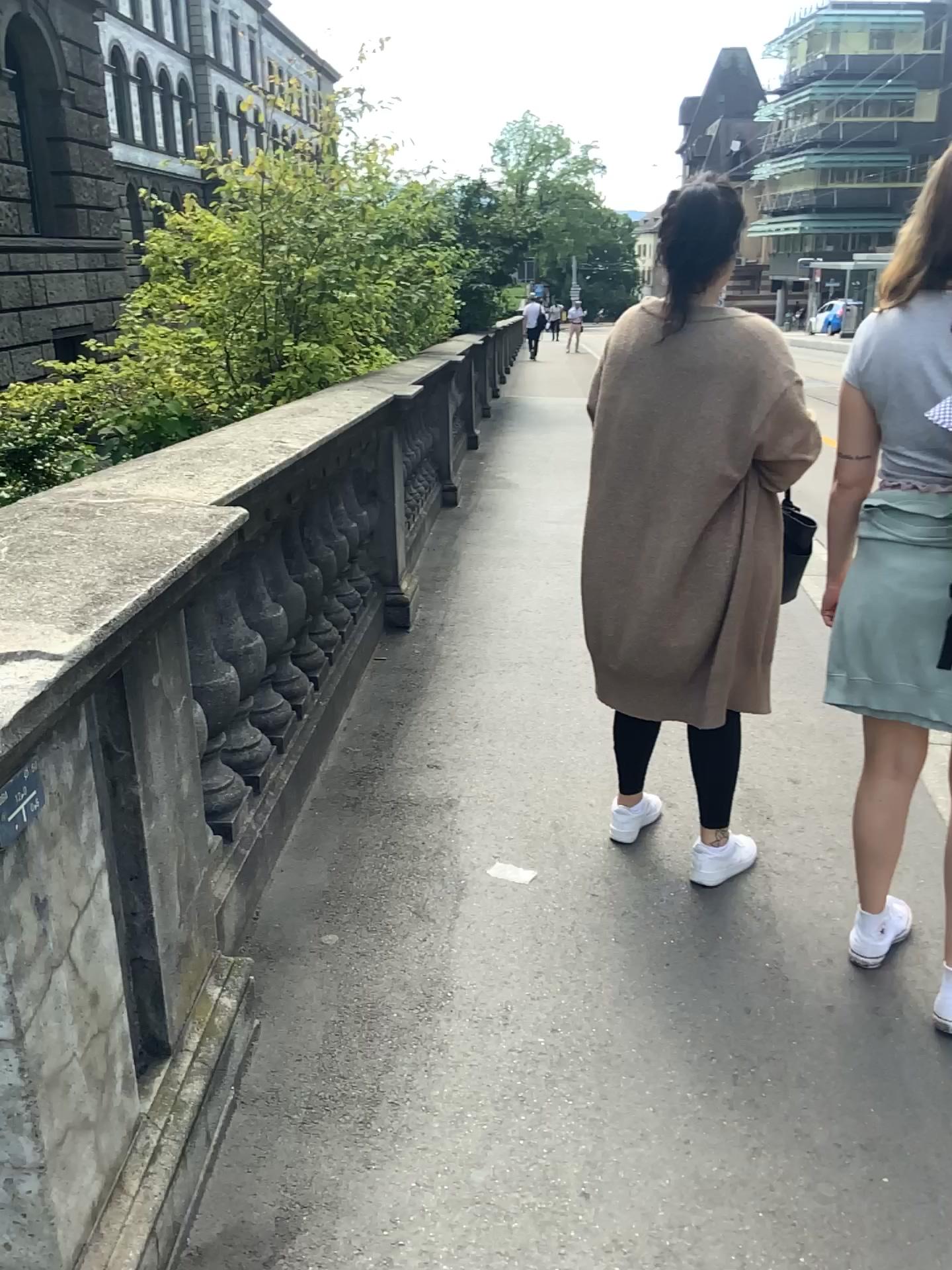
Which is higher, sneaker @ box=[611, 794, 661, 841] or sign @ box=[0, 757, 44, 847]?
sign @ box=[0, 757, 44, 847]

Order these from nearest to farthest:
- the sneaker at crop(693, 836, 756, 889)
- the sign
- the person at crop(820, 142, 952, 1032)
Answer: the sign < the person at crop(820, 142, 952, 1032) < the sneaker at crop(693, 836, 756, 889)

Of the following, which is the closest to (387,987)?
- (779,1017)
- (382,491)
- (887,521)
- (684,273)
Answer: (779,1017)

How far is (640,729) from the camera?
2.7m

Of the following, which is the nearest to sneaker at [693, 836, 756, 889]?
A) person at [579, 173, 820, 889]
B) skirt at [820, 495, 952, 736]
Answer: person at [579, 173, 820, 889]

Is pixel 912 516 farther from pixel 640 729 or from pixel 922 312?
pixel 640 729

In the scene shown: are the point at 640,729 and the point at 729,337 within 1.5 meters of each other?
yes

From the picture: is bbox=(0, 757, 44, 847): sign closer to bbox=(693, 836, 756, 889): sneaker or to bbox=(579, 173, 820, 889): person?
bbox=(579, 173, 820, 889): person

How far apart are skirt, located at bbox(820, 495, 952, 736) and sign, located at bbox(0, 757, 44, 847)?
1.5 meters

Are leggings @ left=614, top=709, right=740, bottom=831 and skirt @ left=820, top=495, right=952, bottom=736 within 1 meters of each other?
yes
